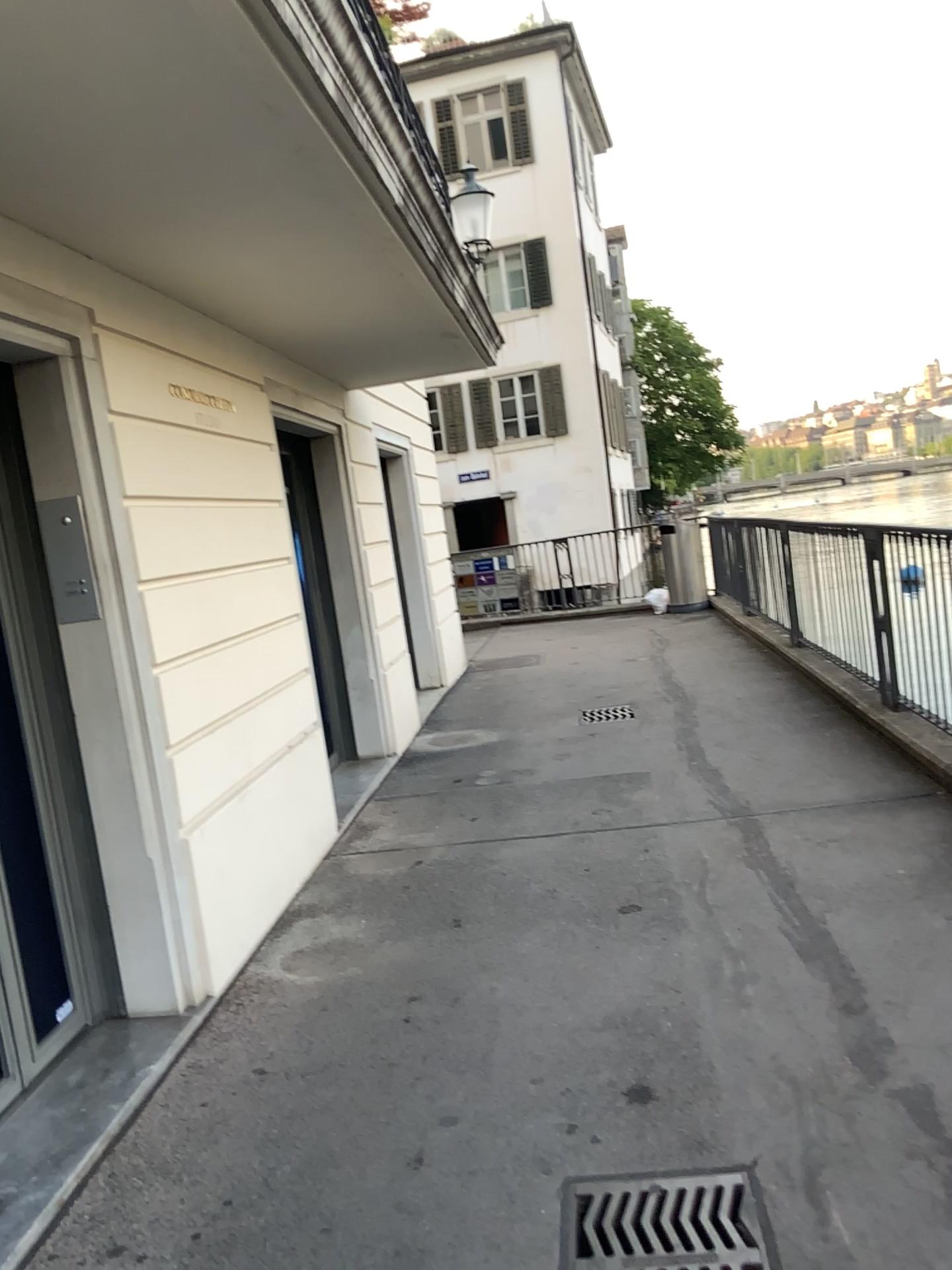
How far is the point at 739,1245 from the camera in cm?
214

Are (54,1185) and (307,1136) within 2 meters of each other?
yes

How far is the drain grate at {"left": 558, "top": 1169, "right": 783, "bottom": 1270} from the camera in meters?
2.1 m
